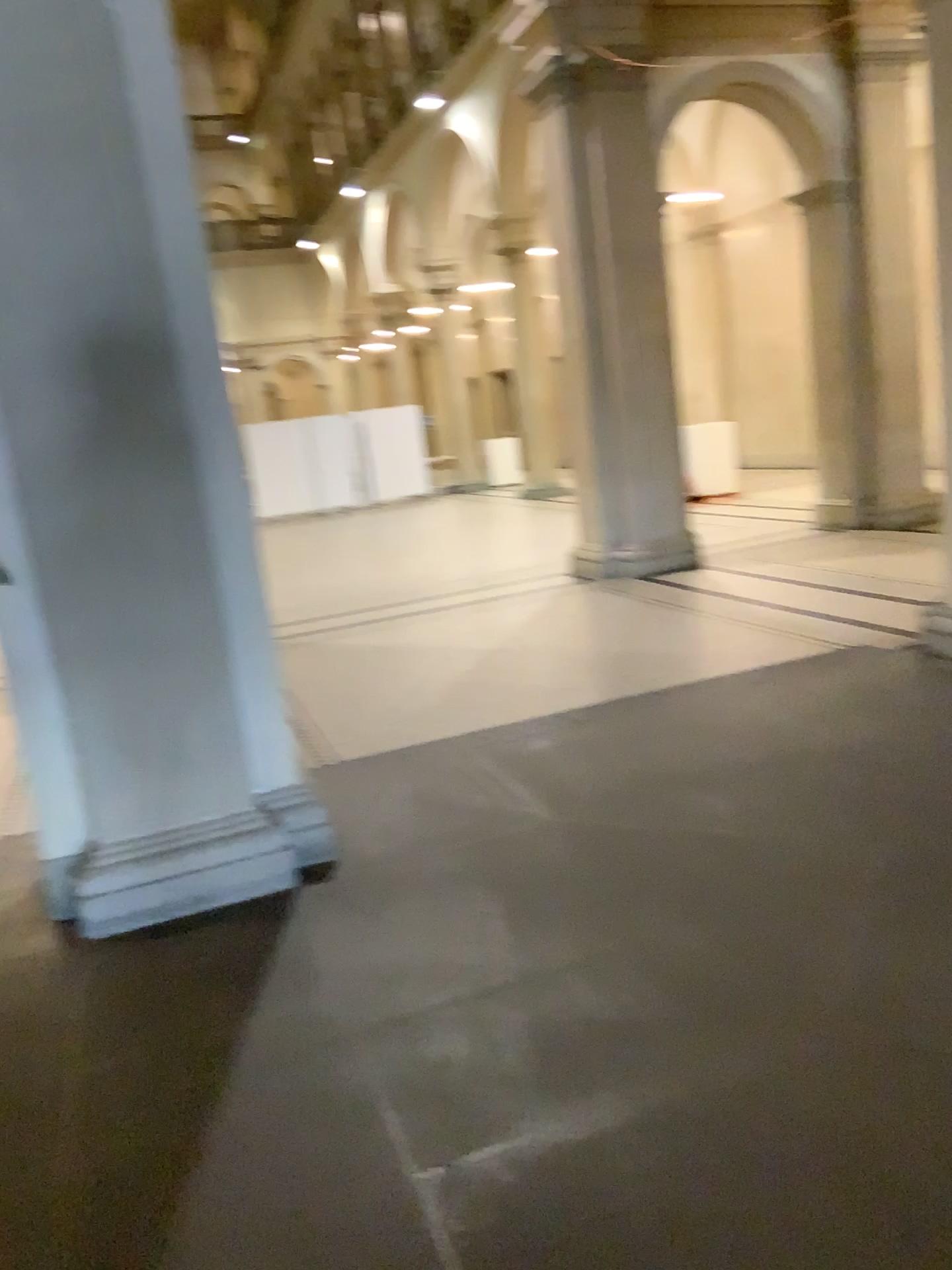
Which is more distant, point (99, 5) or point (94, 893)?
point (94, 893)

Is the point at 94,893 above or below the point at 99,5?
below

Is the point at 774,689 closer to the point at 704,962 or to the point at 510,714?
the point at 510,714

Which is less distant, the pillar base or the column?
the column

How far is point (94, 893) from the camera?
3.5m

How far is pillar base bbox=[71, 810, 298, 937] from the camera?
3.5m
